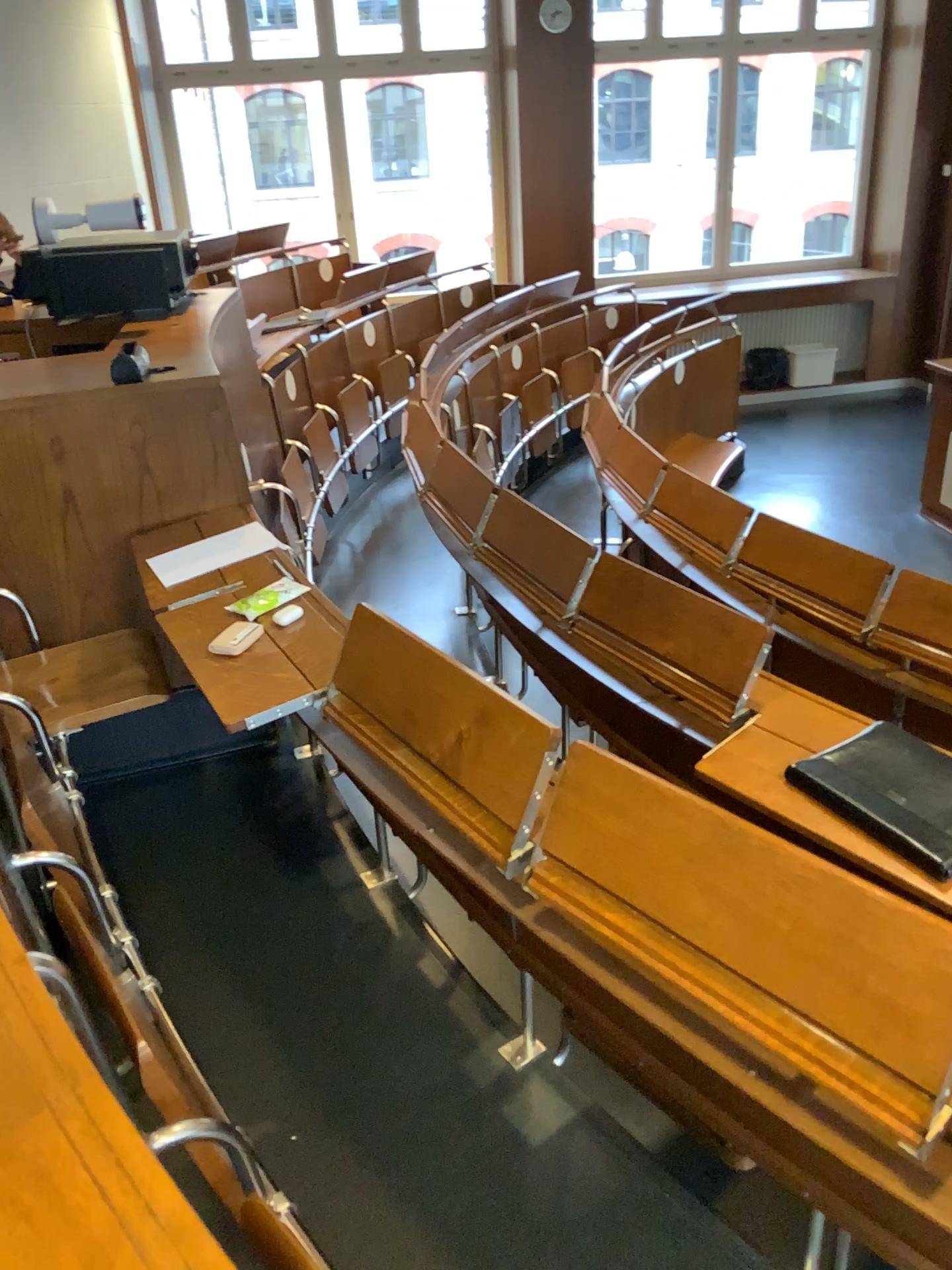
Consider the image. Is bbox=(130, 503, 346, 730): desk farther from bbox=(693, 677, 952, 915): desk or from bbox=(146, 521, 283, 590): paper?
bbox=(693, 677, 952, 915): desk

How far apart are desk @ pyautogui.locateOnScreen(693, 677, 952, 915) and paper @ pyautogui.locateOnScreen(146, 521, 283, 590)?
1.2m

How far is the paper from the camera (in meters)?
2.50

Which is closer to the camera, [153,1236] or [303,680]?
[153,1236]

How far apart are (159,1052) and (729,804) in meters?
1.2

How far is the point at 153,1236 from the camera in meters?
0.7 m

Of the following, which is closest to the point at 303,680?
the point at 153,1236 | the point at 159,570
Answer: the point at 159,570

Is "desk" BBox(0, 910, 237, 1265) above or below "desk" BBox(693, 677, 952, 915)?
above

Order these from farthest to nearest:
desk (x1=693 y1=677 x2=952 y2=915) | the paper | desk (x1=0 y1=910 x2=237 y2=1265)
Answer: the paper, desk (x1=693 y1=677 x2=952 y2=915), desk (x1=0 y1=910 x2=237 y2=1265)

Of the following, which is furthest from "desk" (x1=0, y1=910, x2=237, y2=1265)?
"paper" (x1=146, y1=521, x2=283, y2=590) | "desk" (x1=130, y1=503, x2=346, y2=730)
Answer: "paper" (x1=146, y1=521, x2=283, y2=590)
